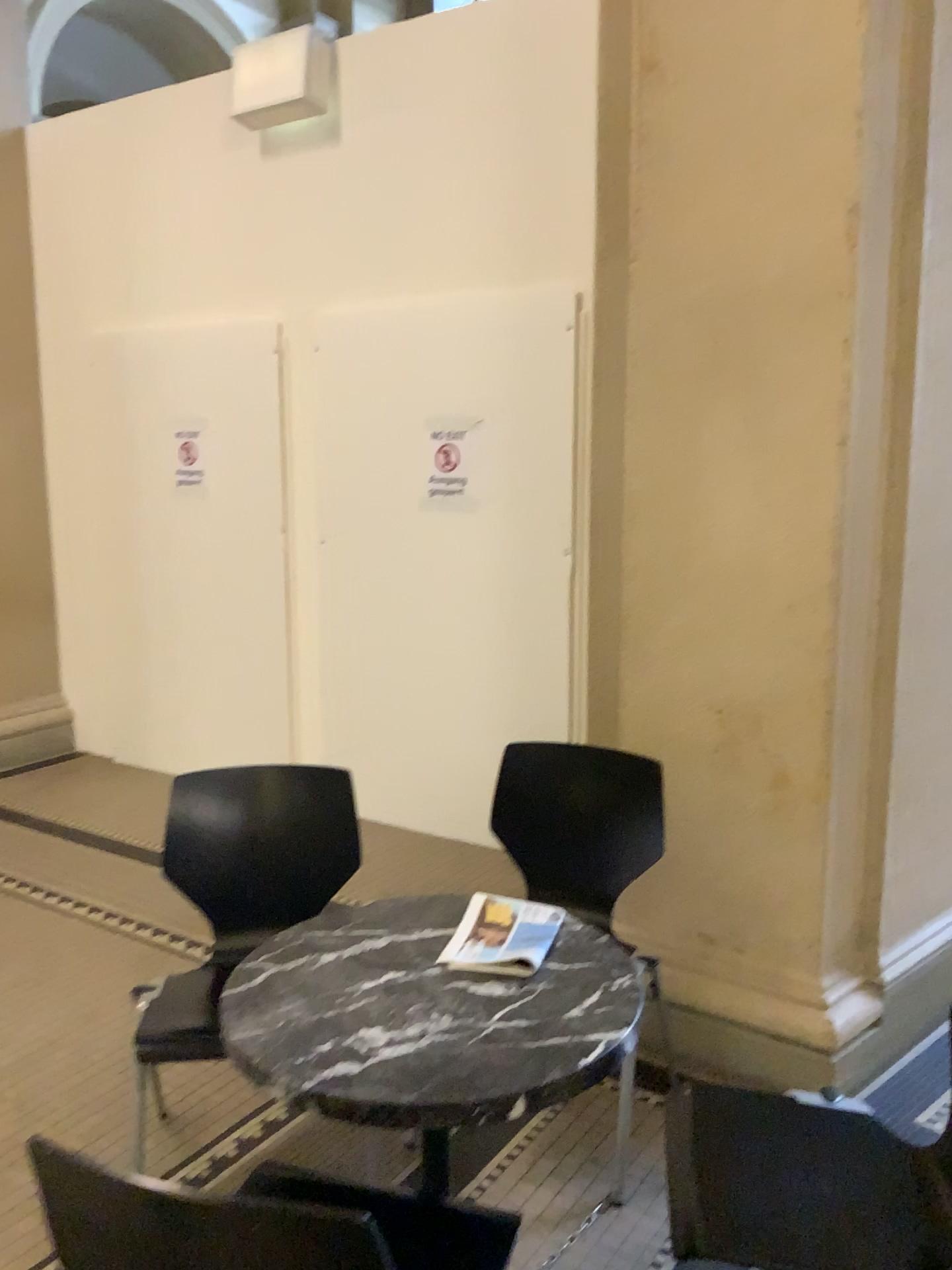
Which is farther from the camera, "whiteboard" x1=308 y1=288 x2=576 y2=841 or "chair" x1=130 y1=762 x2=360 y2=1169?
"whiteboard" x1=308 y1=288 x2=576 y2=841

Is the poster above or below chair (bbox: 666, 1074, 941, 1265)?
above

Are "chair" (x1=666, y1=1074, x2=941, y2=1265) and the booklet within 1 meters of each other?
yes

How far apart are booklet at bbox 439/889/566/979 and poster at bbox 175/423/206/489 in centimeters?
340cm

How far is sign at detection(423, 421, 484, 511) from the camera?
4.0m

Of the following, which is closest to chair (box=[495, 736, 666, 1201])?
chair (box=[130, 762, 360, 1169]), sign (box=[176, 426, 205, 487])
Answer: chair (box=[130, 762, 360, 1169])

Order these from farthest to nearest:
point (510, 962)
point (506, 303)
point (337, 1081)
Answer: point (506, 303)
point (510, 962)
point (337, 1081)

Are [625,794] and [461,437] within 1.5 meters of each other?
no

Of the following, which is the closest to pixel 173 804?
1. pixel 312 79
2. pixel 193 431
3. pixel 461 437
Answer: pixel 461 437

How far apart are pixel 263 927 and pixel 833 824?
1.4 meters
